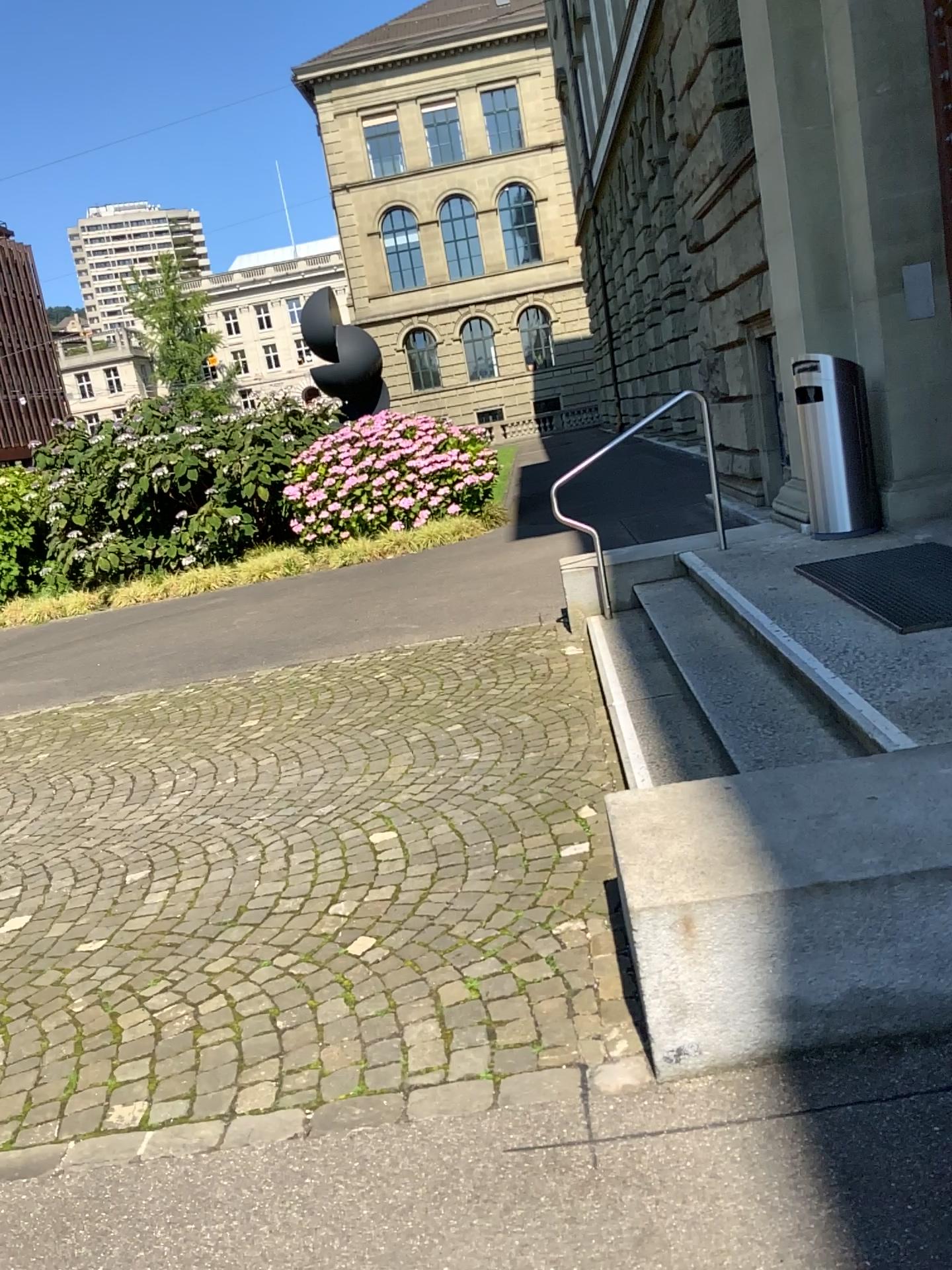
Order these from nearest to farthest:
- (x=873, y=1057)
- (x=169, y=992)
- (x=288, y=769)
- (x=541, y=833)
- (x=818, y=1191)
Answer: (x=818, y=1191) → (x=873, y=1057) → (x=169, y=992) → (x=541, y=833) → (x=288, y=769)
